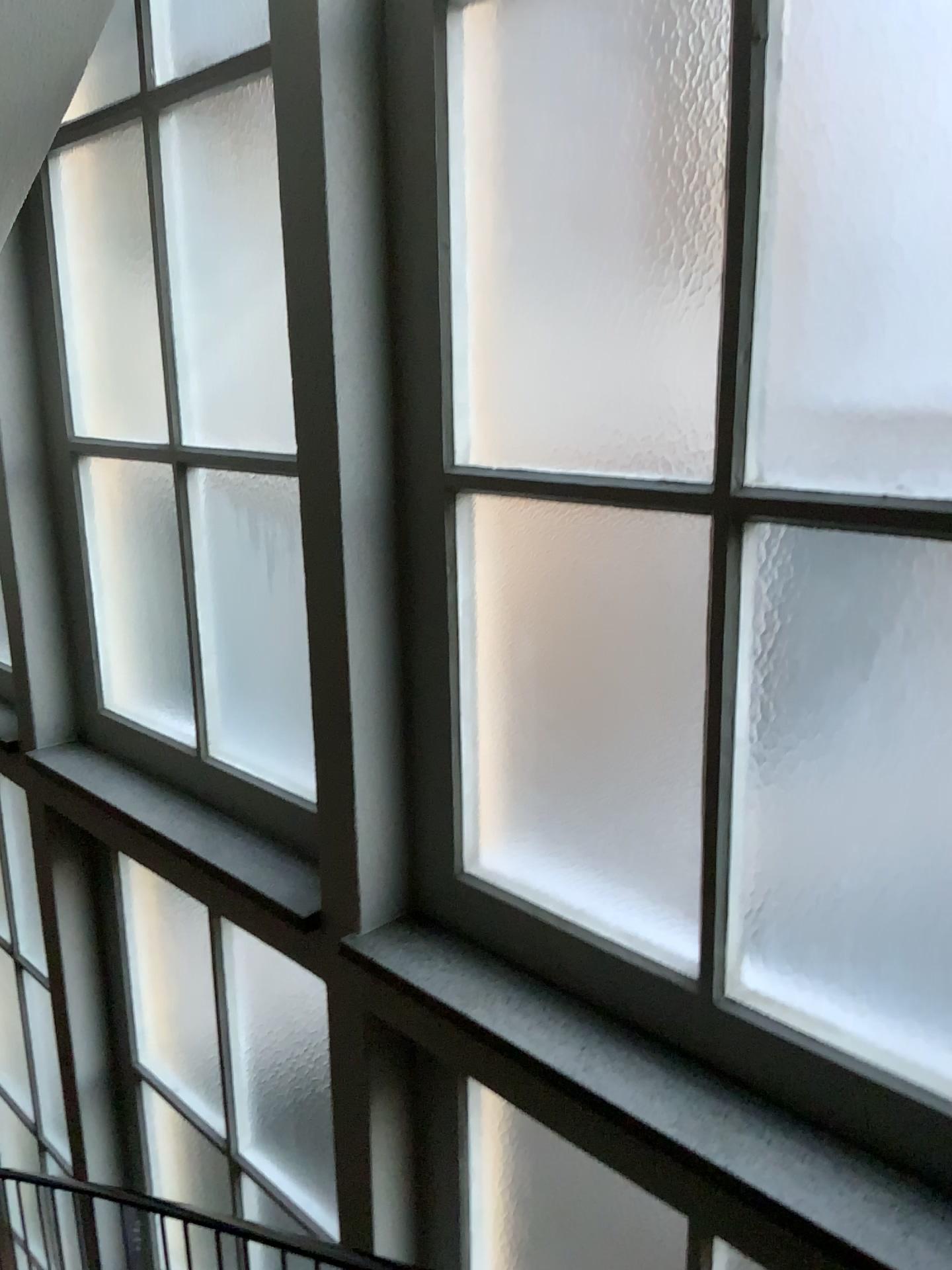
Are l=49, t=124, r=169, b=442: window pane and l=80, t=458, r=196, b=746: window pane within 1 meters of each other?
yes

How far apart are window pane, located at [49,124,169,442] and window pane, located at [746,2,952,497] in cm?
210

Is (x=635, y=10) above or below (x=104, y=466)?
above

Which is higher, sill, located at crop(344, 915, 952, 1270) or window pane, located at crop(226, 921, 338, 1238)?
sill, located at crop(344, 915, 952, 1270)

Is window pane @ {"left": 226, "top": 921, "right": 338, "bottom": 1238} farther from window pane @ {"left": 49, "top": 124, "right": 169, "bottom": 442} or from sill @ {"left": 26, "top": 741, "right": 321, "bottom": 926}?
window pane @ {"left": 49, "top": 124, "right": 169, "bottom": 442}

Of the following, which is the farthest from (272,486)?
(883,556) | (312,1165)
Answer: (312,1165)

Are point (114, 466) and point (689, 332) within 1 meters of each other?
no

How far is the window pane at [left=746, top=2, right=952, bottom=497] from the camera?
1.3m

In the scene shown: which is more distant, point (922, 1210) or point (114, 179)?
point (114, 179)

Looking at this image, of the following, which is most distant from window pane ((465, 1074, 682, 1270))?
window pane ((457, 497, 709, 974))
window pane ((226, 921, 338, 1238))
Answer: window pane ((457, 497, 709, 974))
